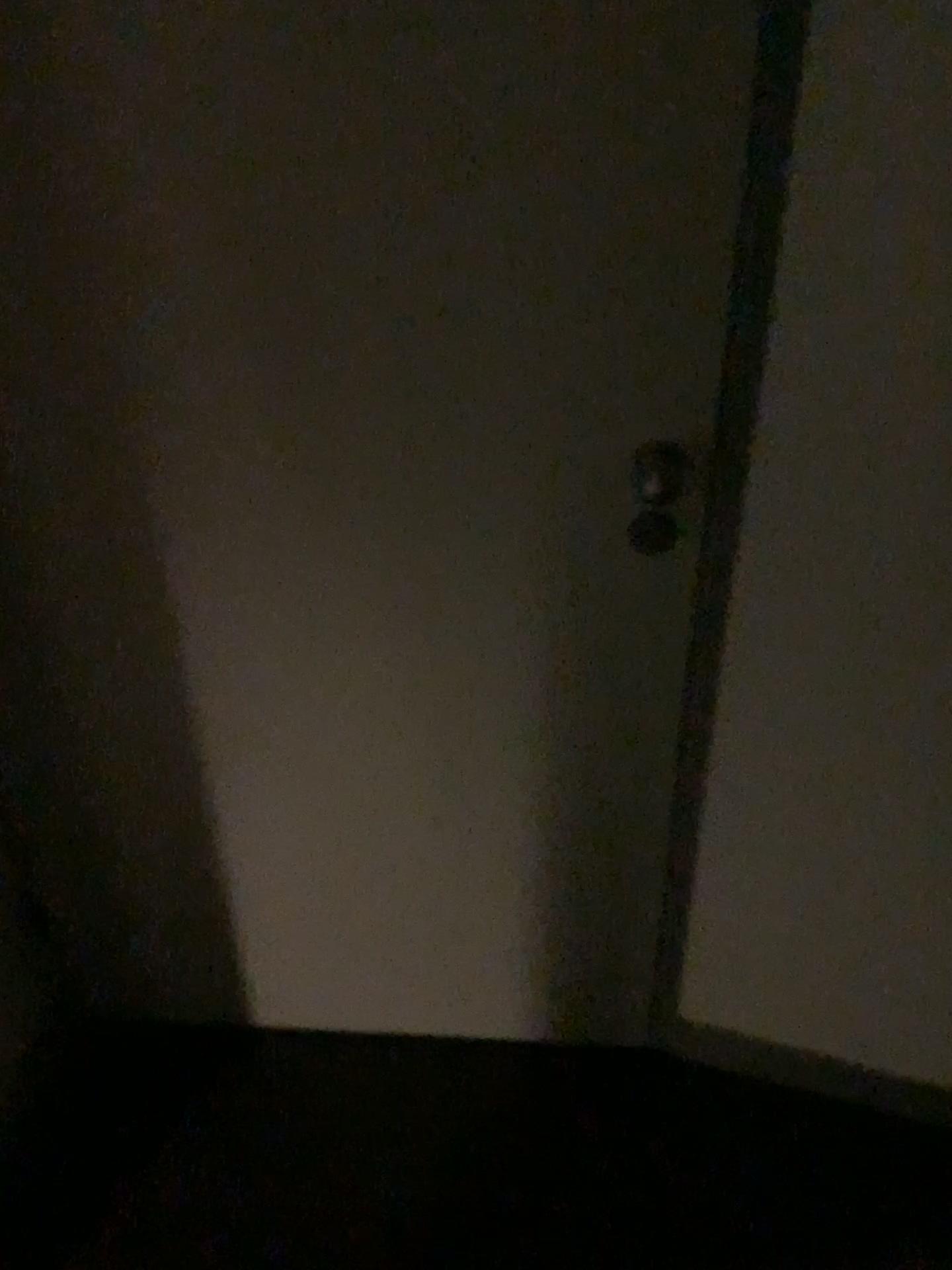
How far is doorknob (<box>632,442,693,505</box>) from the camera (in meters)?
1.16

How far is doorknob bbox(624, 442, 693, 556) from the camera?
1.2 meters

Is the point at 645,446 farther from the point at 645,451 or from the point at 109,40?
the point at 109,40

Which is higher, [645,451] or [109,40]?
[109,40]

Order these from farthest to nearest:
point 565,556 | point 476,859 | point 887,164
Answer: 1. point 476,859
2. point 565,556
3. point 887,164

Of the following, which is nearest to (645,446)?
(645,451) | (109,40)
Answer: (645,451)
